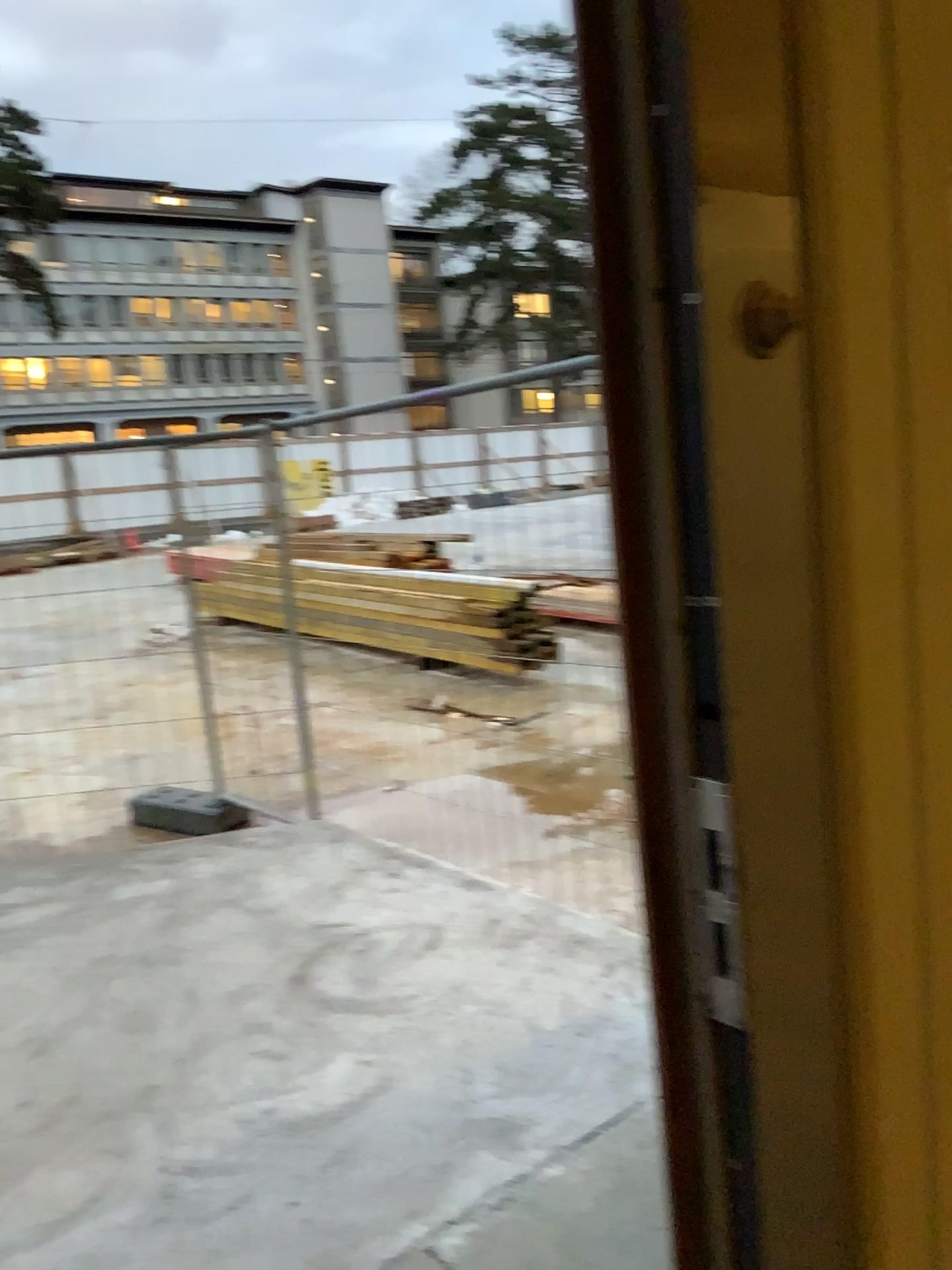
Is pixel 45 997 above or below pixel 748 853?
below
